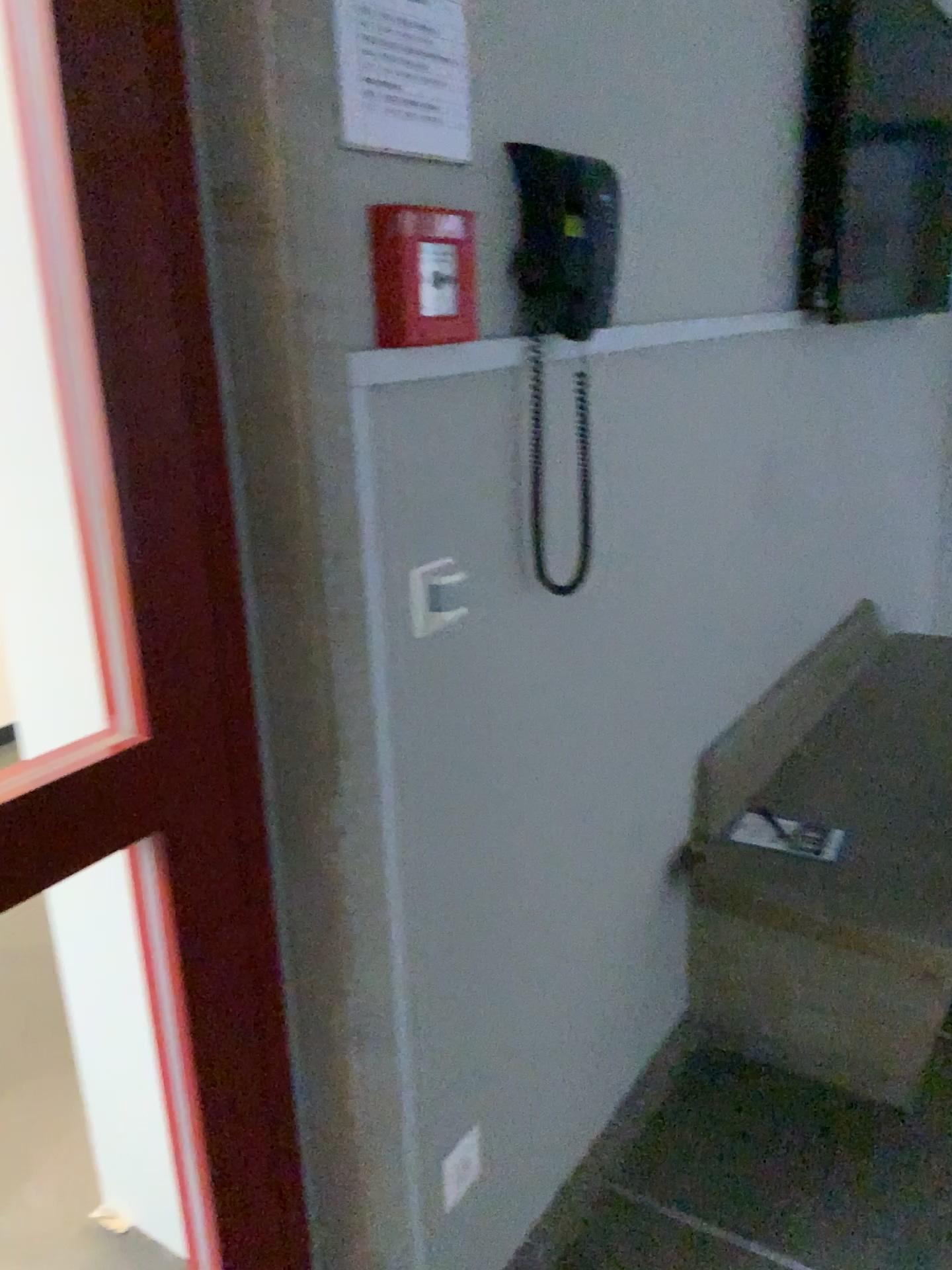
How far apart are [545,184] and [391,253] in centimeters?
29cm

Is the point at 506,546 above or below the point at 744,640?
above

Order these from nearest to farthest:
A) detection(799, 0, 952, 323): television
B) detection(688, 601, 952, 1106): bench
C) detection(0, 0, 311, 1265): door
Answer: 1. detection(0, 0, 311, 1265): door
2. detection(688, 601, 952, 1106): bench
3. detection(799, 0, 952, 323): television

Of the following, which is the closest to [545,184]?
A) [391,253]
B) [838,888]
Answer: [391,253]

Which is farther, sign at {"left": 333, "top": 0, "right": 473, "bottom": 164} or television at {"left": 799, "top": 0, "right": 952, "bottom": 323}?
television at {"left": 799, "top": 0, "right": 952, "bottom": 323}

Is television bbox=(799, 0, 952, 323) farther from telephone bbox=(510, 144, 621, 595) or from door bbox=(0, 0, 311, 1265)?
door bbox=(0, 0, 311, 1265)

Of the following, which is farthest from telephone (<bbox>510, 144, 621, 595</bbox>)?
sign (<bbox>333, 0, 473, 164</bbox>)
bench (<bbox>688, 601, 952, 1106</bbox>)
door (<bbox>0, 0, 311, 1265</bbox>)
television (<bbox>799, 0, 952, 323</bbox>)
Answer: television (<bbox>799, 0, 952, 323</bbox>)

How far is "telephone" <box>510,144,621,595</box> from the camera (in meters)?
1.24

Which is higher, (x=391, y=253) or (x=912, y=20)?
(x=912, y=20)

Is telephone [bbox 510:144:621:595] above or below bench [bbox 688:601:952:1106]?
above
